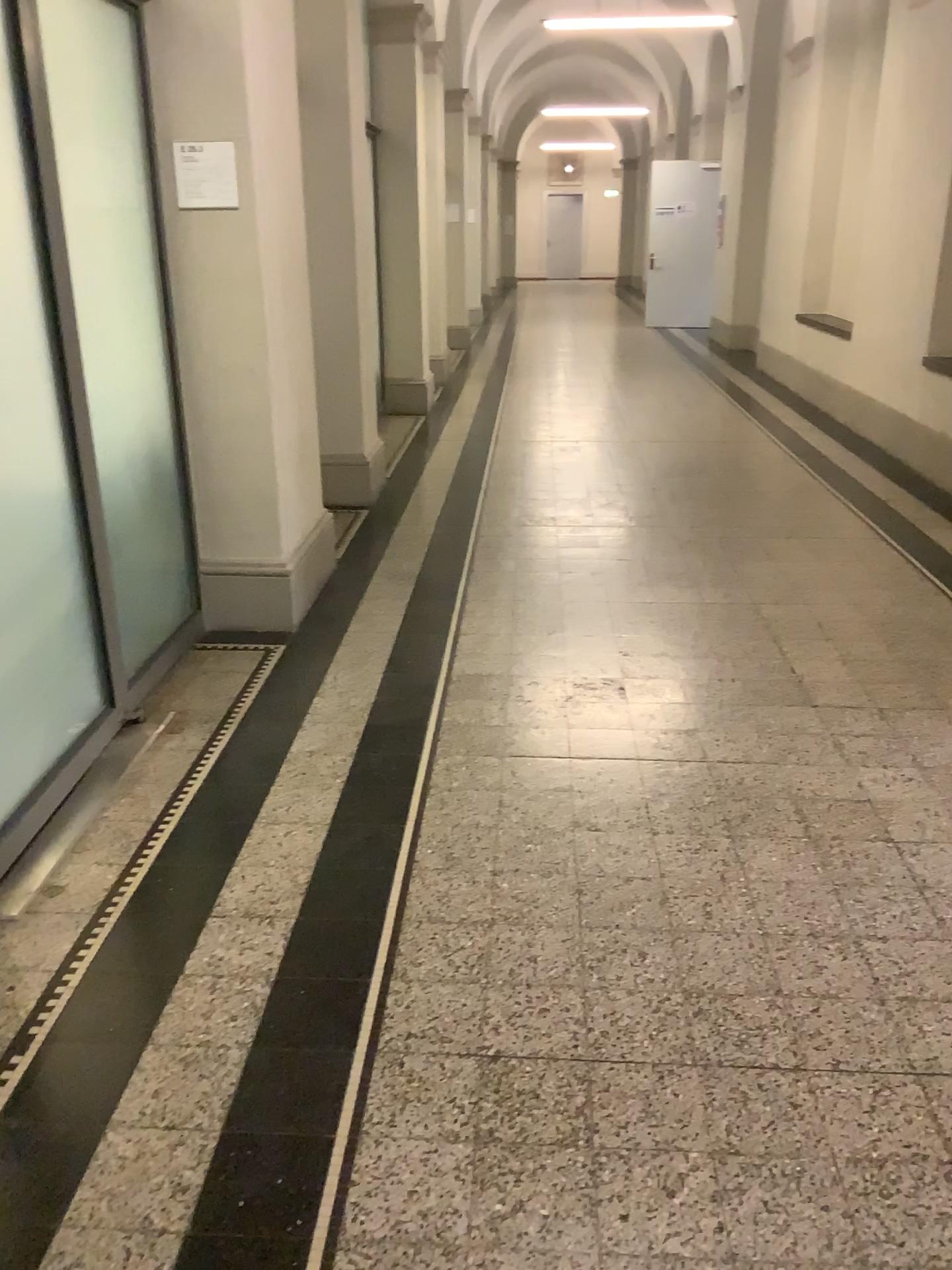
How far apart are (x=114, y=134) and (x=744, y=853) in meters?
2.8

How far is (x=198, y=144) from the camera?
3.6m

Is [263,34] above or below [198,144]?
above

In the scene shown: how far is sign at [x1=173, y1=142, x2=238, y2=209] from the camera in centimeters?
358cm
